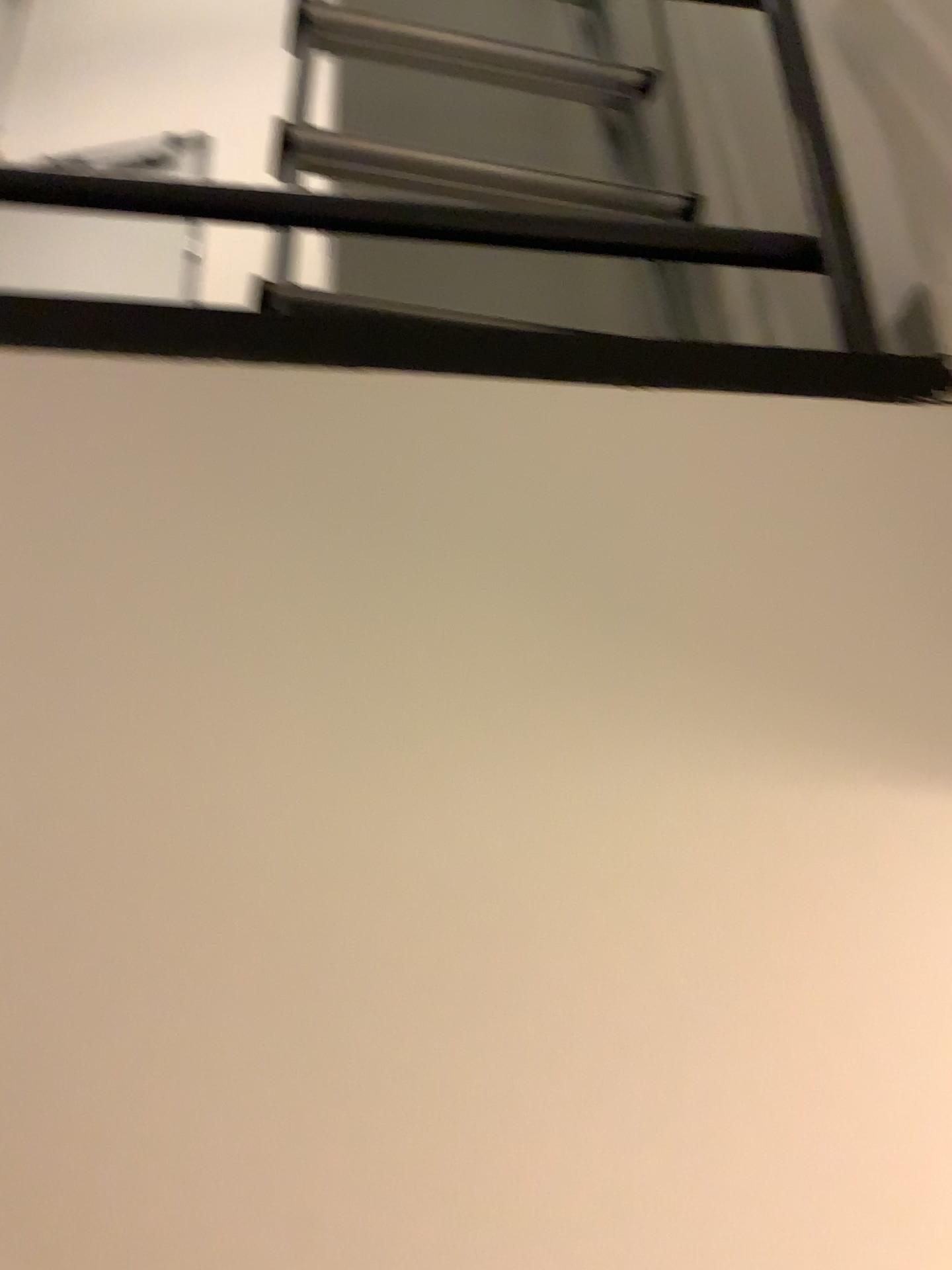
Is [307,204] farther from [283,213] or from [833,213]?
[833,213]

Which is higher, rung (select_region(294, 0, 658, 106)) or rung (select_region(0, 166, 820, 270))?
rung (select_region(294, 0, 658, 106))

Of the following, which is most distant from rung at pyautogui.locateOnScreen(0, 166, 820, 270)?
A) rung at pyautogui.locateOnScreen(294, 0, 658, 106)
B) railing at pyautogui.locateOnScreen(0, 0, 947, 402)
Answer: rung at pyautogui.locateOnScreen(294, 0, 658, 106)

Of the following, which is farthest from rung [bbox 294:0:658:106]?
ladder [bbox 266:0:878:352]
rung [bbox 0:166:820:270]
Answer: rung [bbox 0:166:820:270]

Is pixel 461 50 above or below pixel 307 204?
above

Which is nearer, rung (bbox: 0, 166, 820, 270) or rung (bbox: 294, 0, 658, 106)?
rung (bbox: 0, 166, 820, 270)

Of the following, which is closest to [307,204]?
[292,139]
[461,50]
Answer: [292,139]

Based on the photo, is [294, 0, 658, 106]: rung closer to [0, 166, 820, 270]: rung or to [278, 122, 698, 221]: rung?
[278, 122, 698, 221]: rung

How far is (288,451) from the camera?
0.75m

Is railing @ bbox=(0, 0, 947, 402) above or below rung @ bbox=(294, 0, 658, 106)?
below
